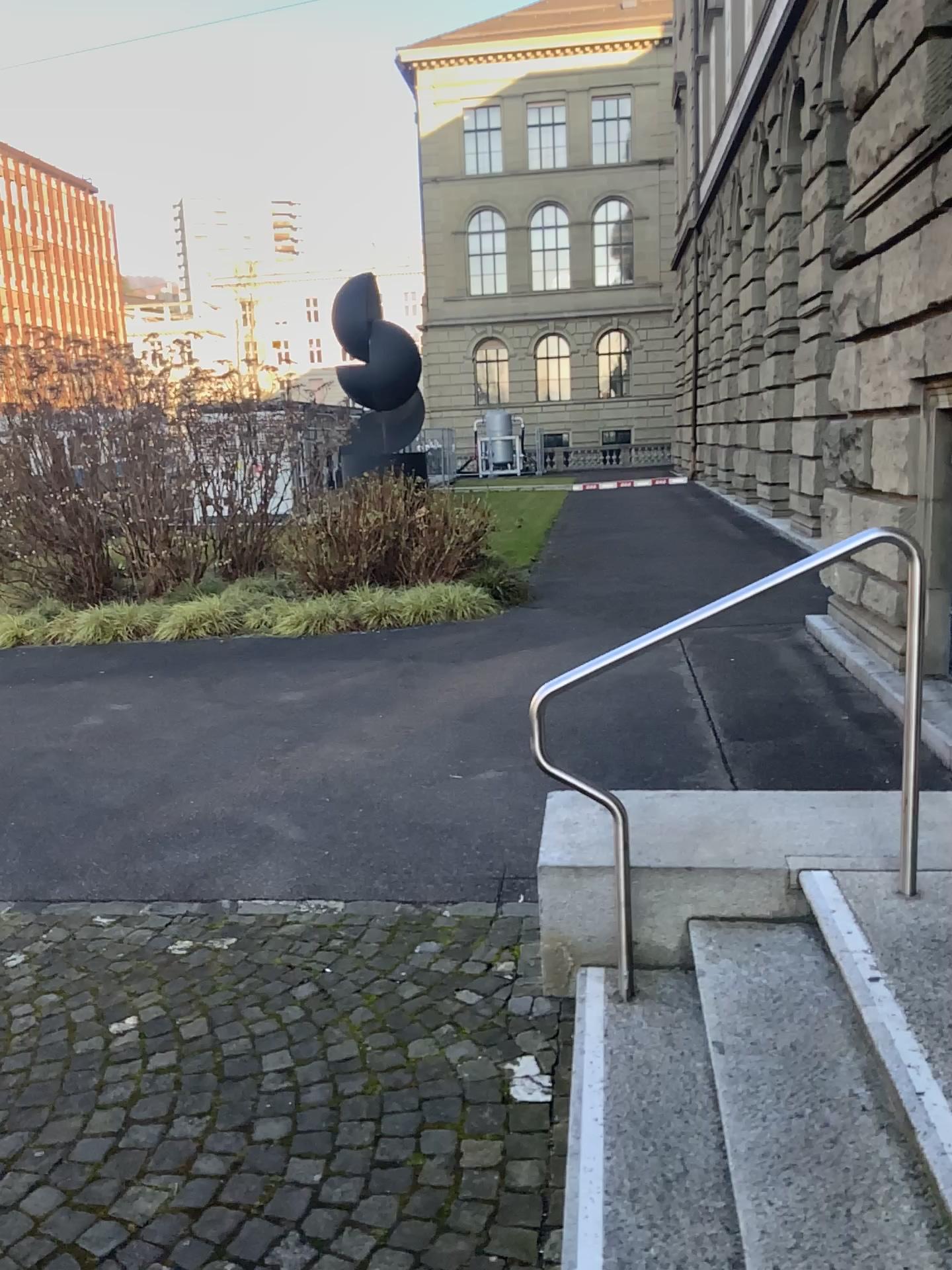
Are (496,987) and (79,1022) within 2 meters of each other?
yes
